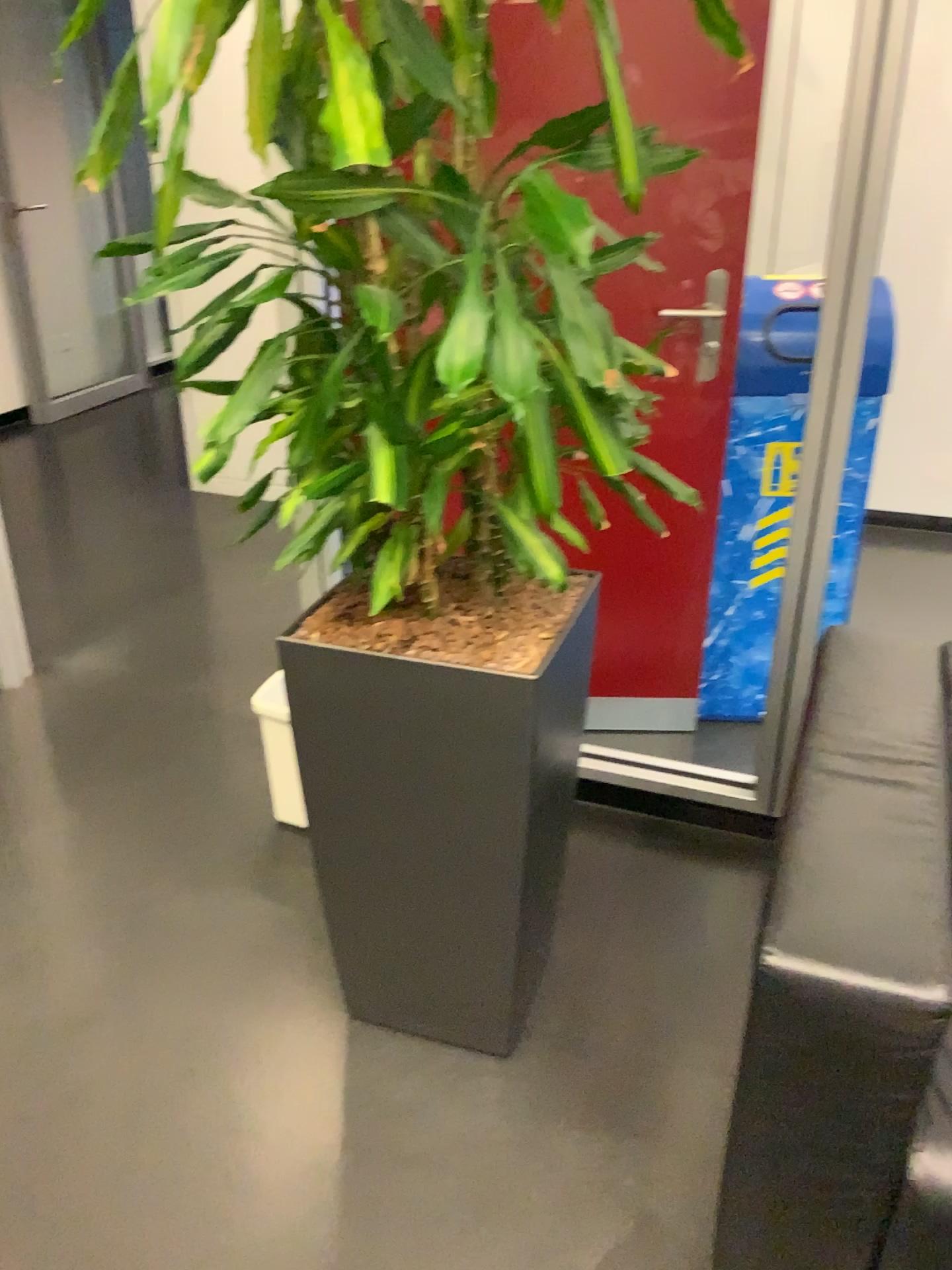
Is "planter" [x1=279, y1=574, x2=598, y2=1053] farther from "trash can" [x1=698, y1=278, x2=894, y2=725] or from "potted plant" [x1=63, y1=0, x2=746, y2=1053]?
"trash can" [x1=698, y1=278, x2=894, y2=725]

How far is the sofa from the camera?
1.06m

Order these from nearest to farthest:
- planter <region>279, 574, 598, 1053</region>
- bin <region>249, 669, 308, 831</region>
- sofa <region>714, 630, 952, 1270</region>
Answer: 1. sofa <region>714, 630, 952, 1270</region>
2. planter <region>279, 574, 598, 1053</region>
3. bin <region>249, 669, 308, 831</region>

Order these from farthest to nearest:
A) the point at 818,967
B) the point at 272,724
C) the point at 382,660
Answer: the point at 272,724, the point at 382,660, the point at 818,967

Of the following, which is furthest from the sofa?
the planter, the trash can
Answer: the trash can

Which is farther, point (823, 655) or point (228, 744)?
point (228, 744)

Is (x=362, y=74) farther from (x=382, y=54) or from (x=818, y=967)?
(x=818, y=967)

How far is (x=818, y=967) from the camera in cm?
106

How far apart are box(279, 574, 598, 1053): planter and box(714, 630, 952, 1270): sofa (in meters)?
0.36

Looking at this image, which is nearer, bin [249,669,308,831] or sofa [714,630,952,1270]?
sofa [714,630,952,1270]
